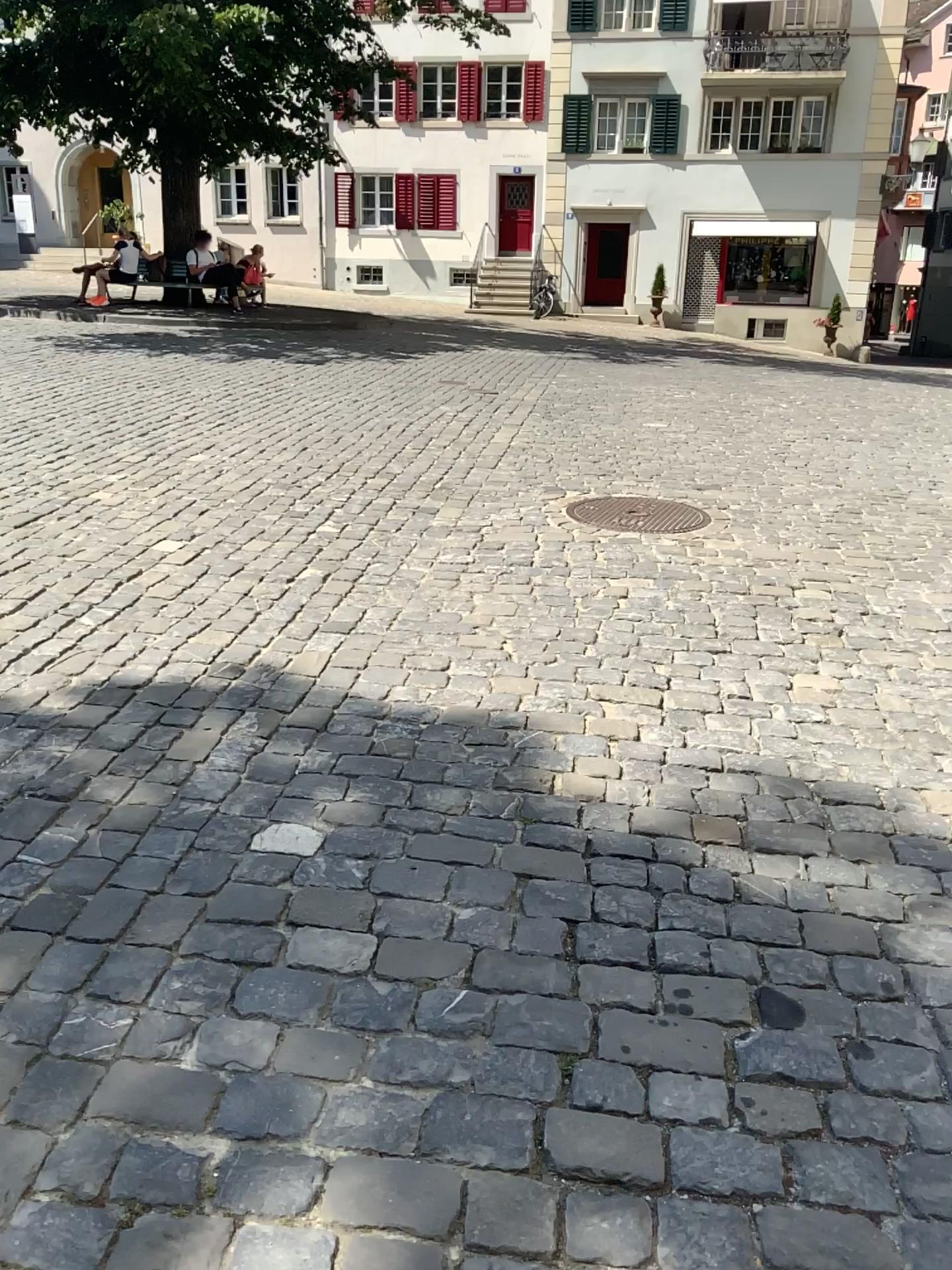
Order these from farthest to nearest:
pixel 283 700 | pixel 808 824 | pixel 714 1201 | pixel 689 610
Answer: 1. pixel 689 610
2. pixel 283 700
3. pixel 808 824
4. pixel 714 1201
